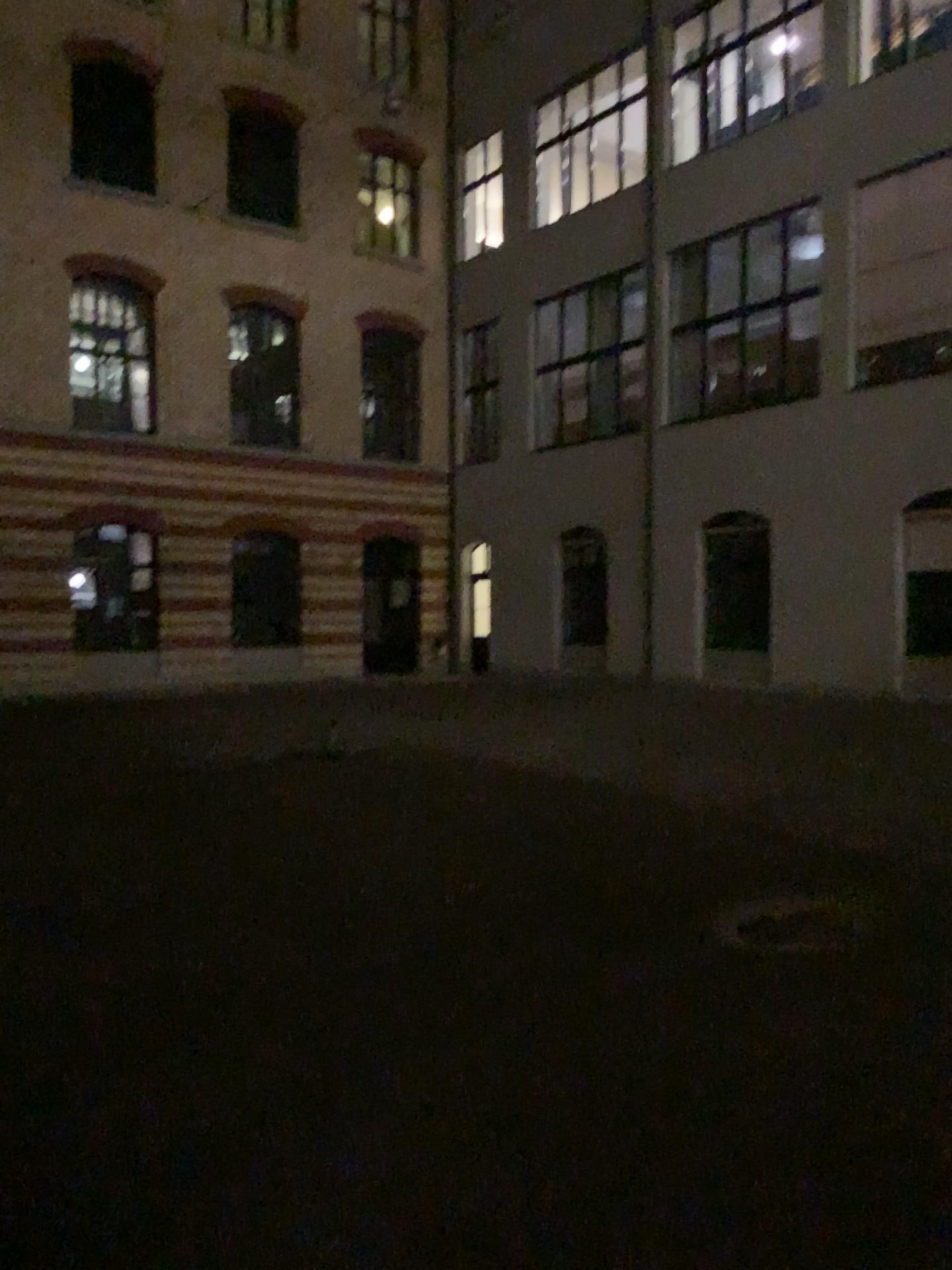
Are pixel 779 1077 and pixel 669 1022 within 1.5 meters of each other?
yes
